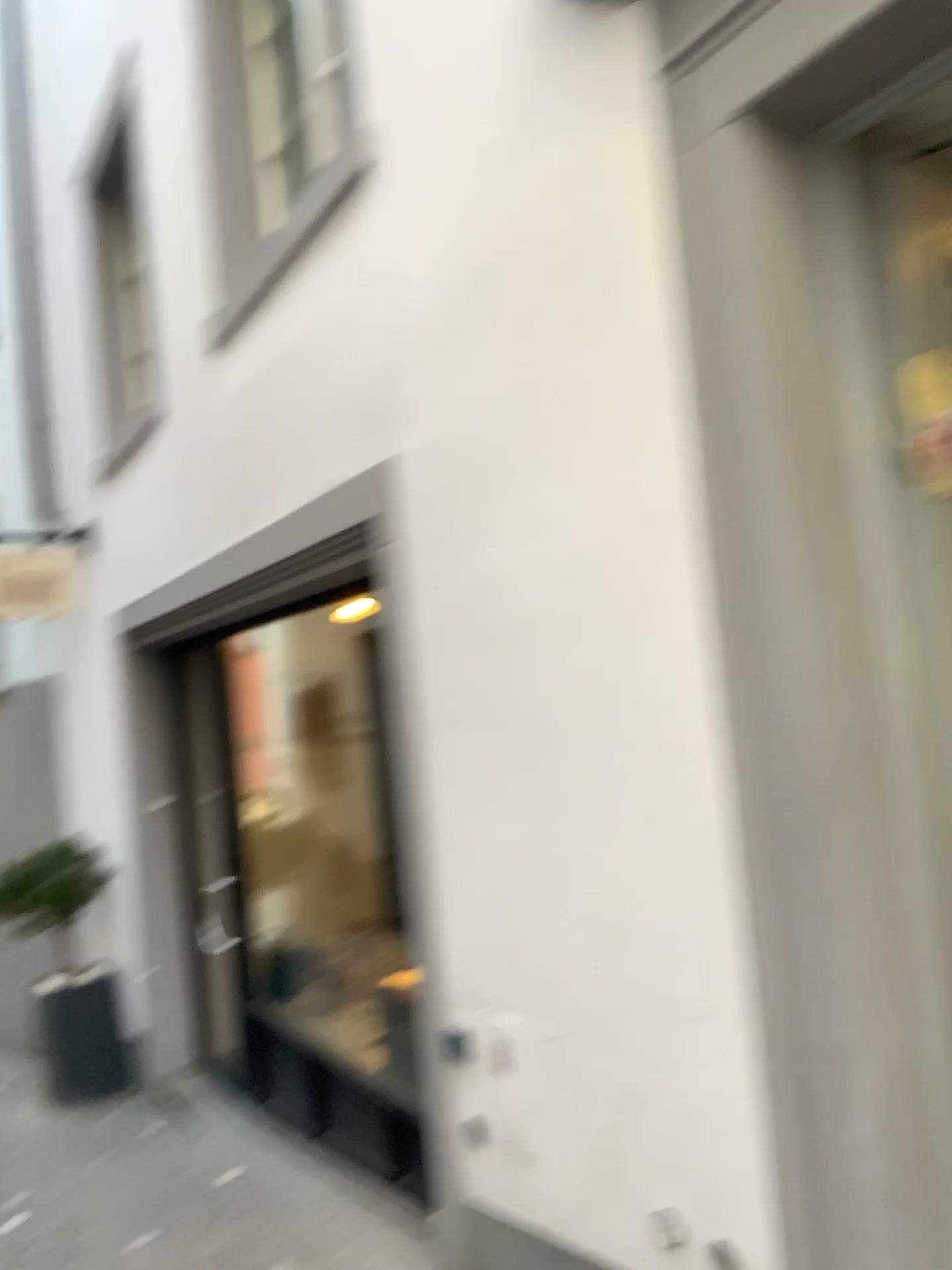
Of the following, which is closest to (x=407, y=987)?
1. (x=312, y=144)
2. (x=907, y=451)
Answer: (x=907, y=451)

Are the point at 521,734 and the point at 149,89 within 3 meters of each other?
no

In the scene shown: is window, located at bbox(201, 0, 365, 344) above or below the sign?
above

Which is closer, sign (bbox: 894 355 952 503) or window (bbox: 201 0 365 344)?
sign (bbox: 894 355 952 503)

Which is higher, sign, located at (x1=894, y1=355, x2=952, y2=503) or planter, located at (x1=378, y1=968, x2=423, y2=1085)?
sign, located at (x1=894, y1=355, x2=952, y2=503)

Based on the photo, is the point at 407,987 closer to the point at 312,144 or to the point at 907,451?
the point at 907,451

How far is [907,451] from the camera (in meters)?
1.94

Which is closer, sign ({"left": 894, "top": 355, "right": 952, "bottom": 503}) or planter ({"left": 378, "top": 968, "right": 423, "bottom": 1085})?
sign ({"left": 894, "top": 355, "right": 952, "bottom": 503})

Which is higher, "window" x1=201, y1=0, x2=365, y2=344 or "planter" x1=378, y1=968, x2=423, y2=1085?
"window" x1=201, y1=0, x2=365, y2=344

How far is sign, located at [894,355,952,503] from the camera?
1.94m
